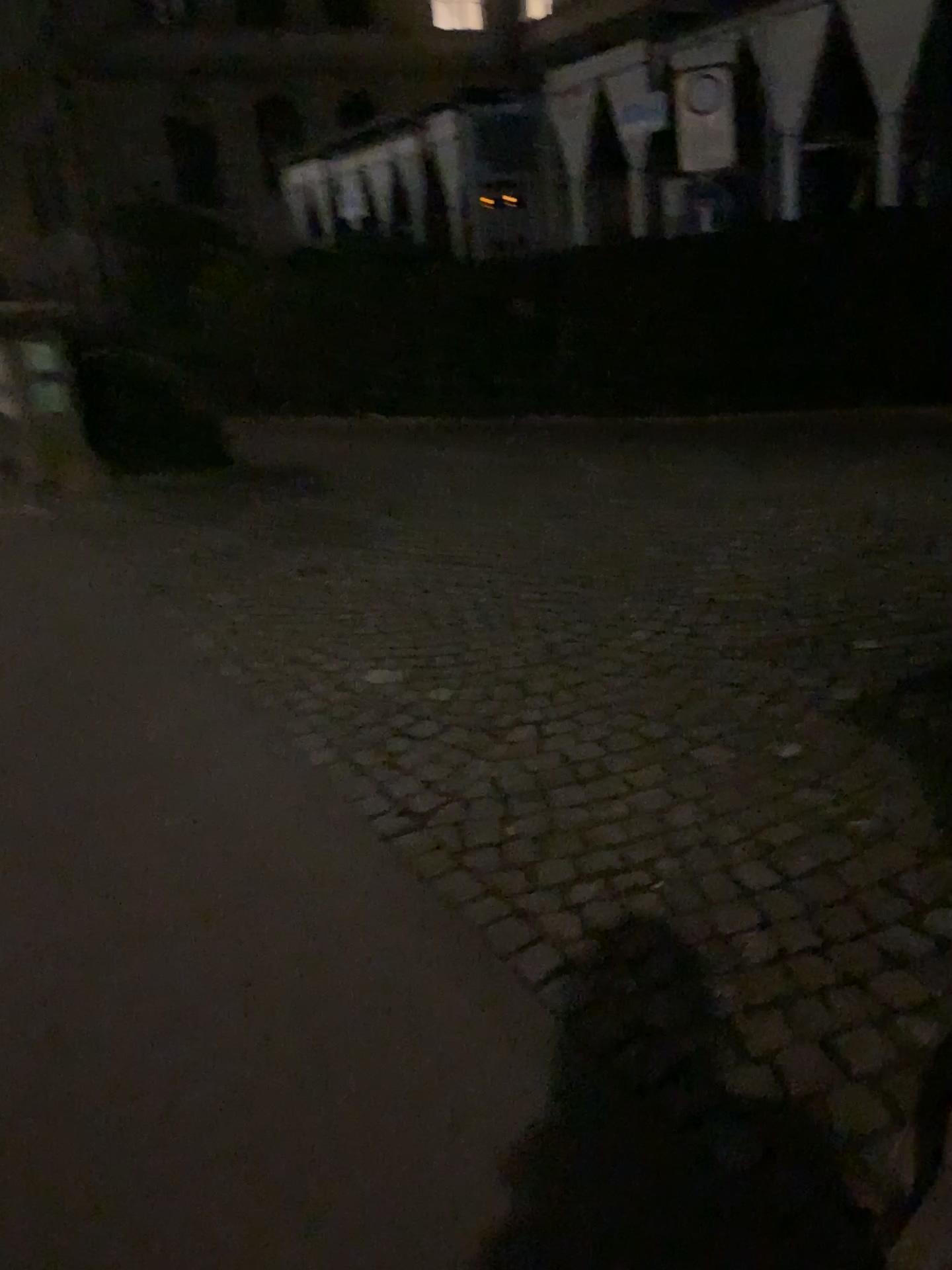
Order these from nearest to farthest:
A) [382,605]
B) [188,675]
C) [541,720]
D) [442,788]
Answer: [442,788] → [541,720] → [188,675] → [382,605]
